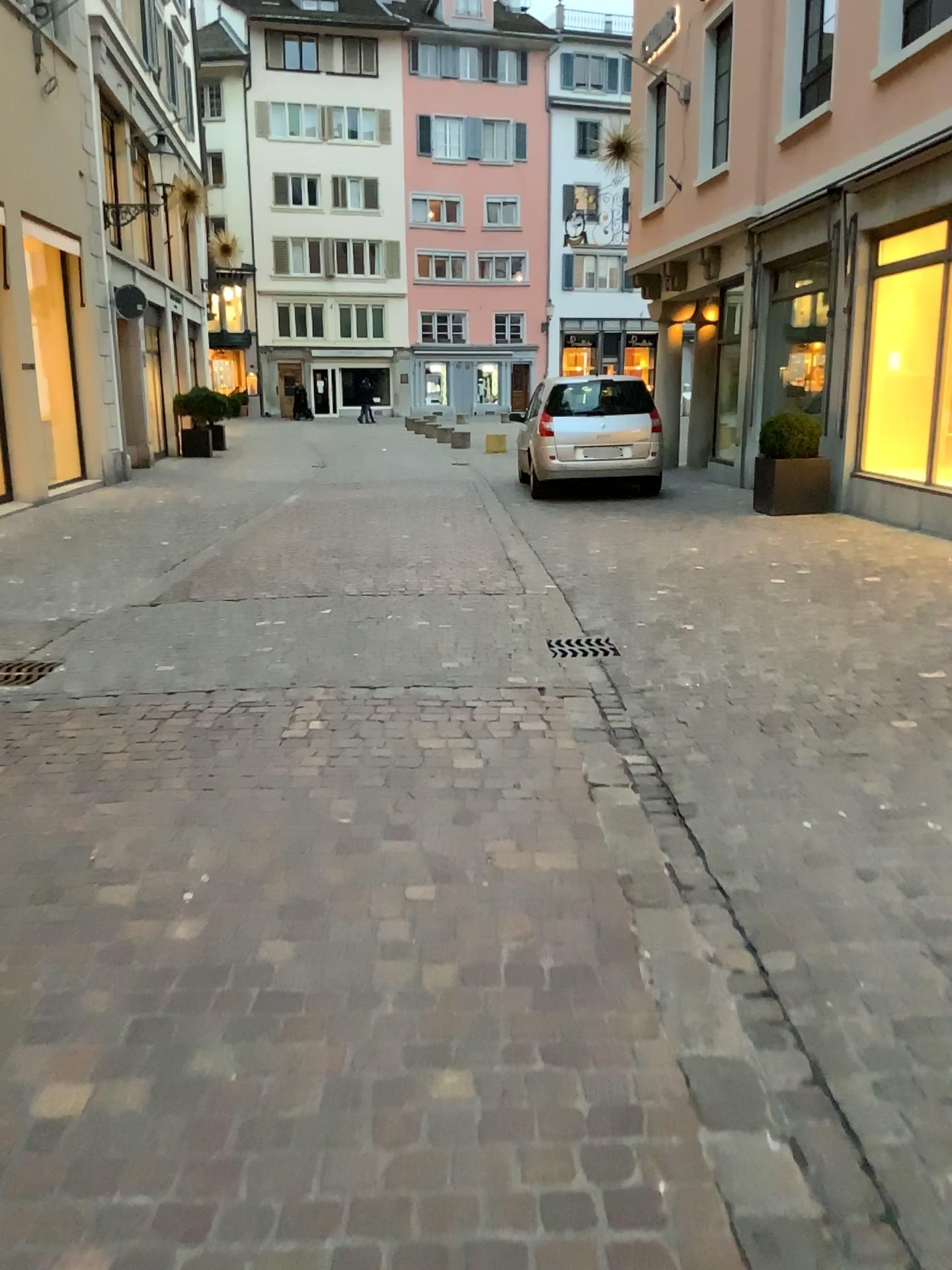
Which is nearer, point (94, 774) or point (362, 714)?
point (94, 774)
